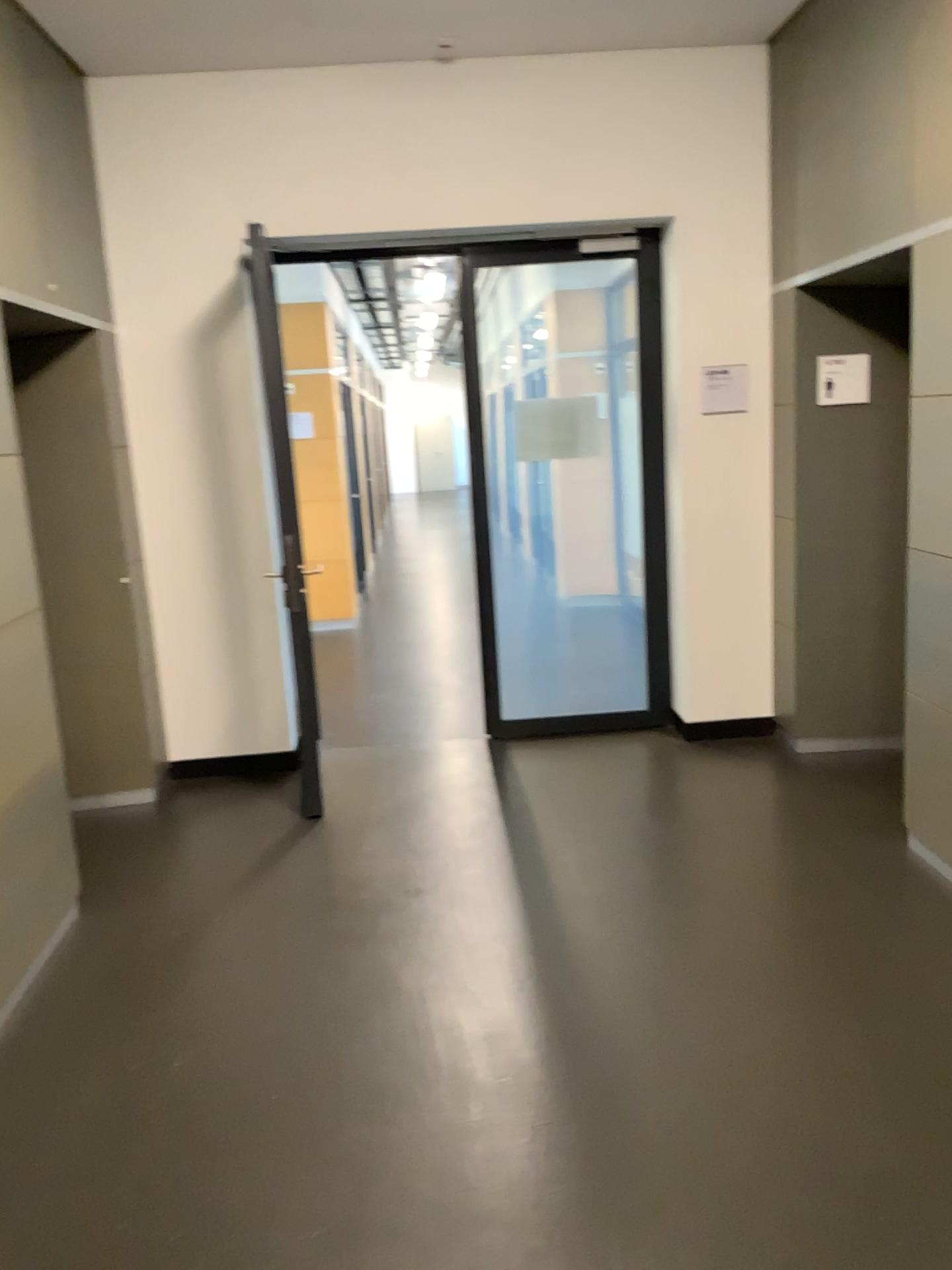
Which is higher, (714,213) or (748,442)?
(714,213)

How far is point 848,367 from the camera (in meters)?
4.61

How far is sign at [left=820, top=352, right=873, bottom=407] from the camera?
4.6 meters
